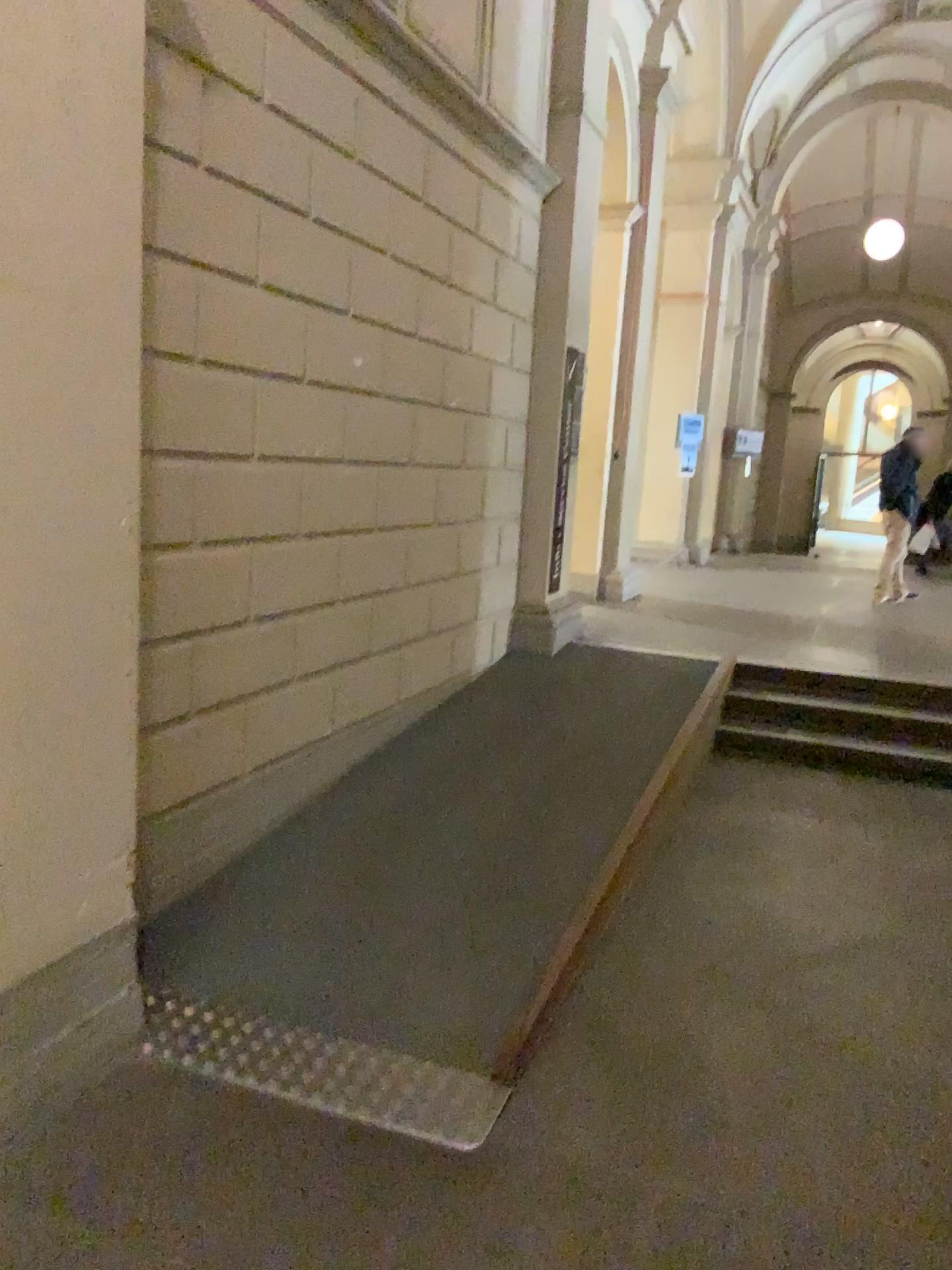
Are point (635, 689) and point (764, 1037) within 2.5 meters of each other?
no
